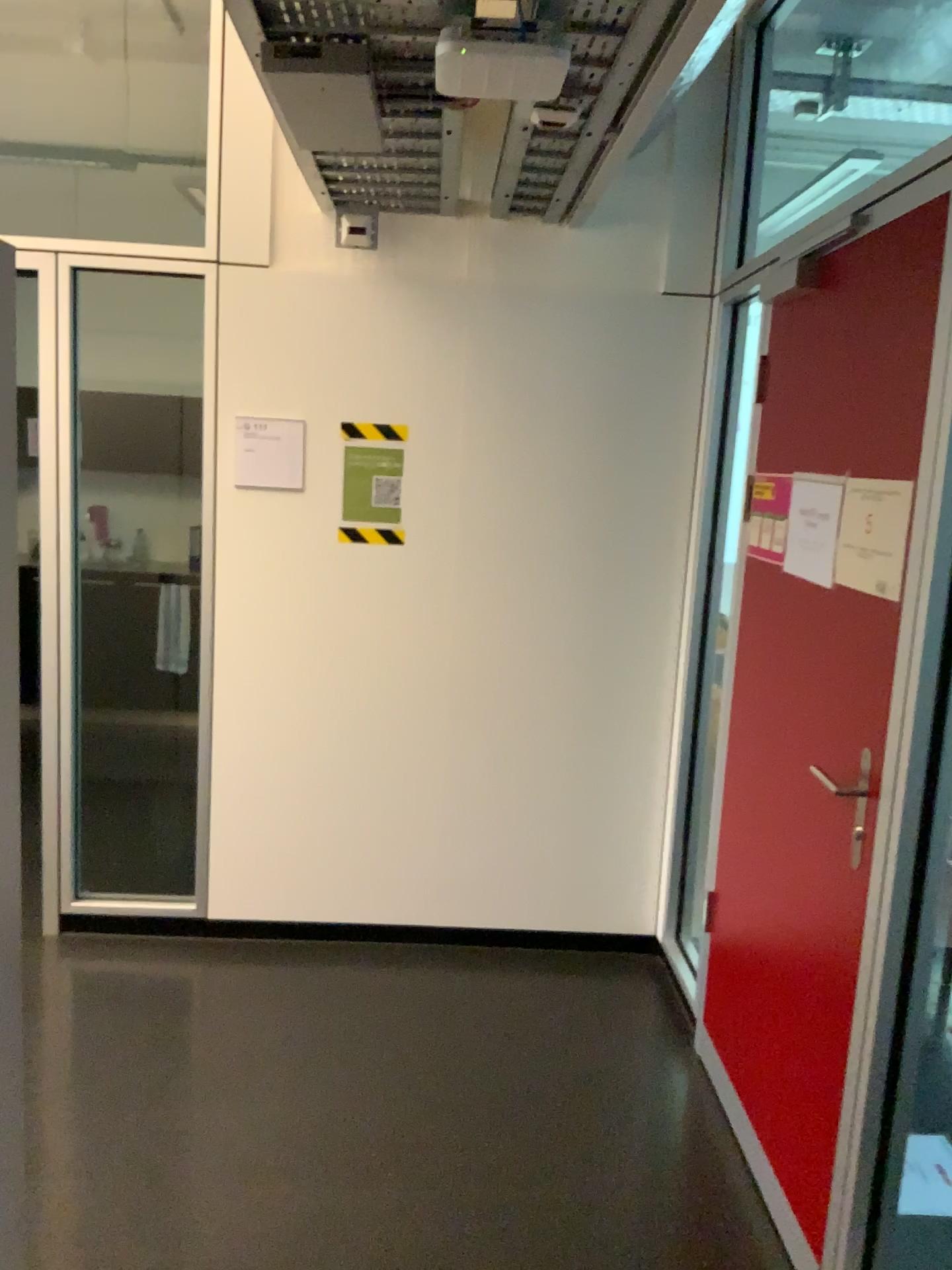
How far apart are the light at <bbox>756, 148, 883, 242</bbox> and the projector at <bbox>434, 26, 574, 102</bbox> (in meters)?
1.48

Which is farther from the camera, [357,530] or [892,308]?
[357,530]

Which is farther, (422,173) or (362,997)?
(362,997)

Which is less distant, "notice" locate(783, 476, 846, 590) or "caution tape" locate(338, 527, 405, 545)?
"notice" locate(783, 476, 846, 590)

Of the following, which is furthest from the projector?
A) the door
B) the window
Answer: the window

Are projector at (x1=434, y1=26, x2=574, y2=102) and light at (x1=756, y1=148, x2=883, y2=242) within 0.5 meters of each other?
no

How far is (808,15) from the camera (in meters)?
3.07

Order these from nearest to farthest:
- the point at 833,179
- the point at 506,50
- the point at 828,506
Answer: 1. the point at 506,50
2. the point at 828,506
3. the point at 833,179

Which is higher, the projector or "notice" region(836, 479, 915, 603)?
the projector

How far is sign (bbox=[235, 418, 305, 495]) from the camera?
3.3m
